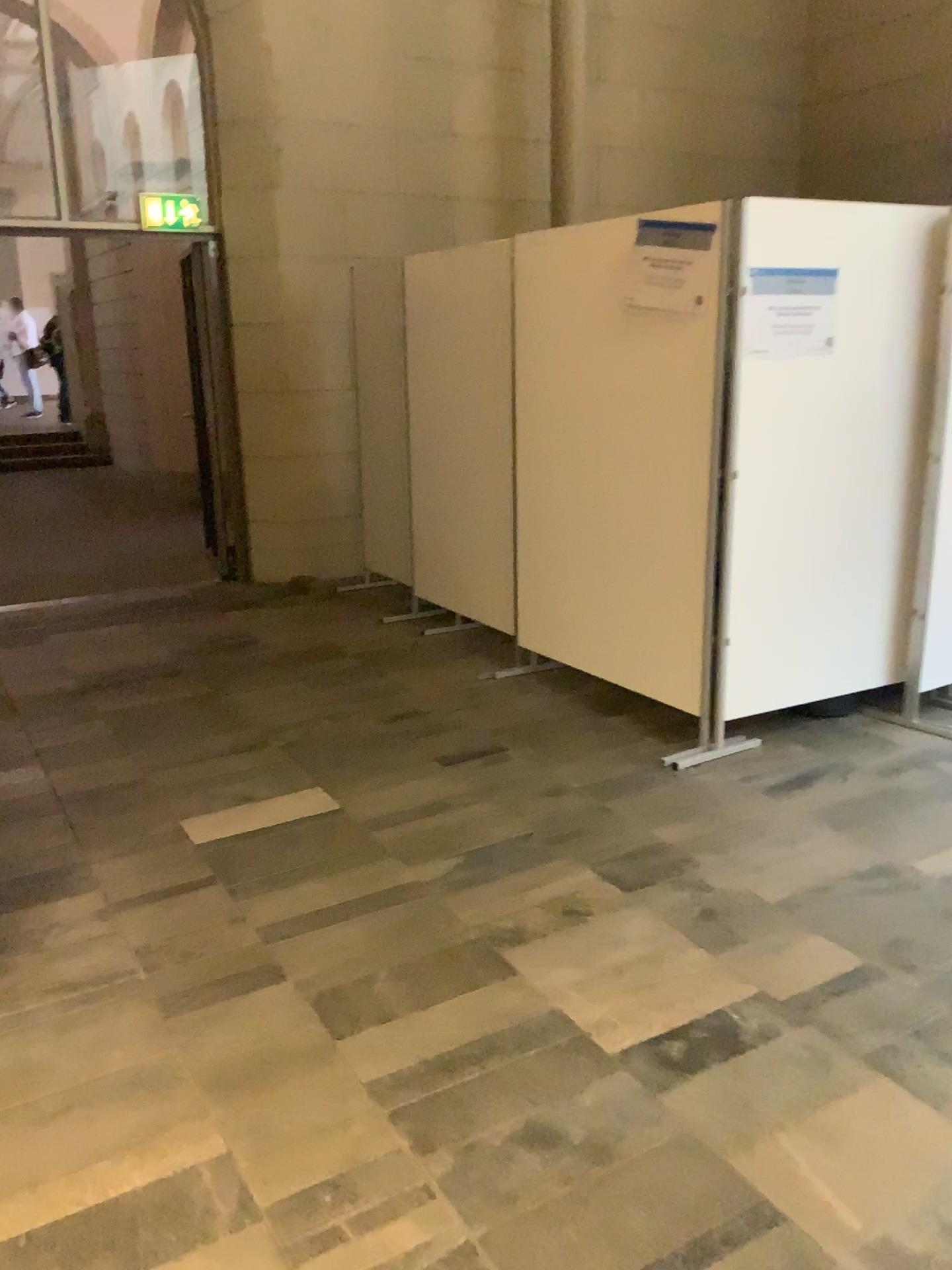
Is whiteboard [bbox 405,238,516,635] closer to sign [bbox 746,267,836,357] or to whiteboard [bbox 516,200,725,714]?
whiteboard [bbox 516,200,725,714]

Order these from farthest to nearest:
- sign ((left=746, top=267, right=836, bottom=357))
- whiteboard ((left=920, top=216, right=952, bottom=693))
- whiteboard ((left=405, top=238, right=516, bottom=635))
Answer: whiteboard ((left=405, top=238, right=516, bottom=635)) < whiteboard ((left=920, top=216, right=952, bottom=693)) < sign ((left=746, top=267, right=836, bottom=357))

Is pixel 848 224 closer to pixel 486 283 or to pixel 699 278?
pixel 699 278

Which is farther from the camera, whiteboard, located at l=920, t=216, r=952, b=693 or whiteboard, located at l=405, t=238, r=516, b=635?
whiteboard, located at l=405, t=238, r=516, b=635

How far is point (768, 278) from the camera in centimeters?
355cm

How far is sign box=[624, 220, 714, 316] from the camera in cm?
361

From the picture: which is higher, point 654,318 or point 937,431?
point 654,318

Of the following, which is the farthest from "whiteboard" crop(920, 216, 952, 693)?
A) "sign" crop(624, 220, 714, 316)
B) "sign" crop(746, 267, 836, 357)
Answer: "sign" crop(624, 220, 714, 316)

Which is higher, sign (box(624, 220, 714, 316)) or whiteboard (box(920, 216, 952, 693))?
sign (box(624, 220, 714, 316))

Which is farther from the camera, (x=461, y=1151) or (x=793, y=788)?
(x=793, y=788)
